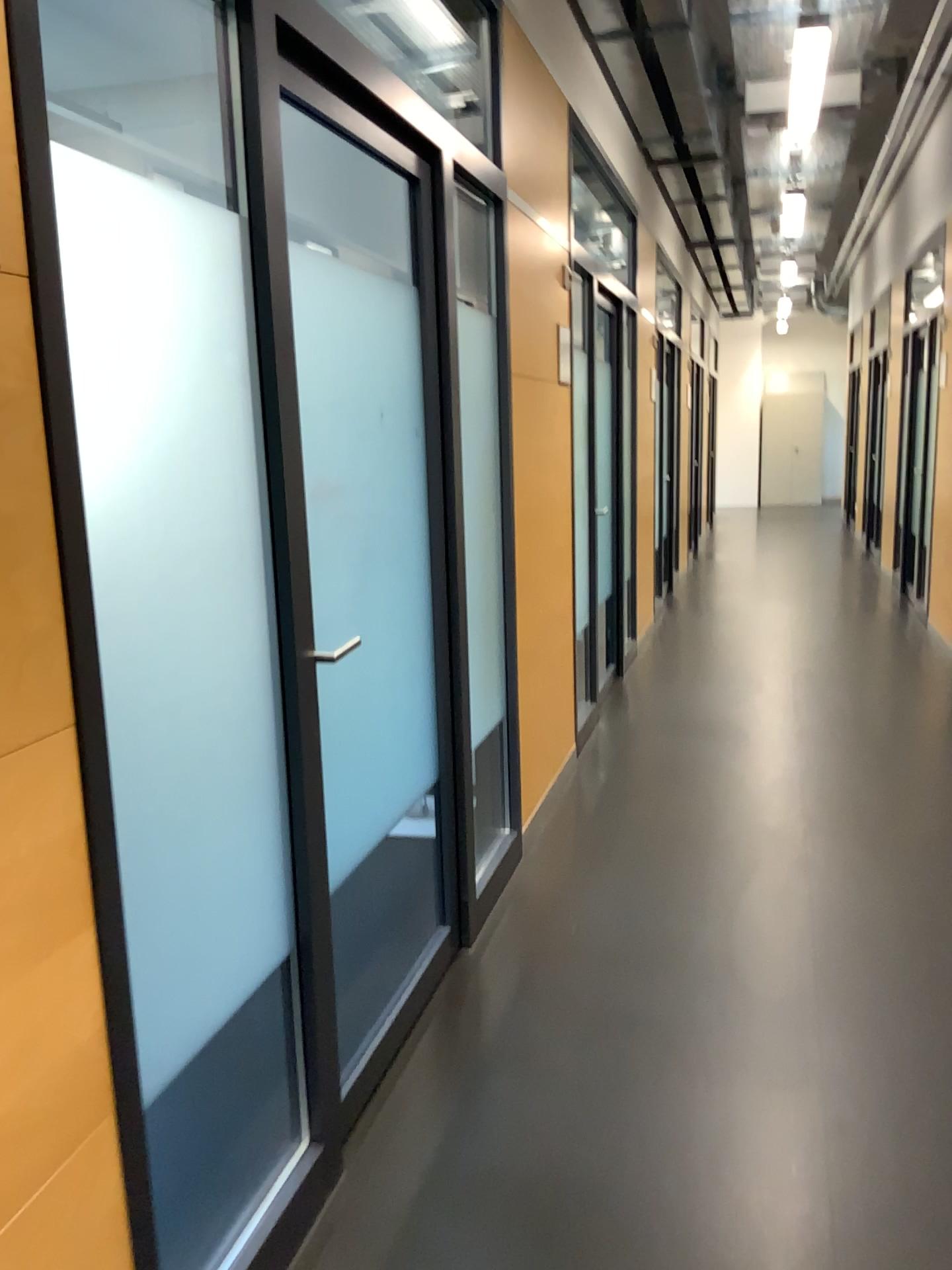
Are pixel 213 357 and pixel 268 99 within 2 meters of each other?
yes
